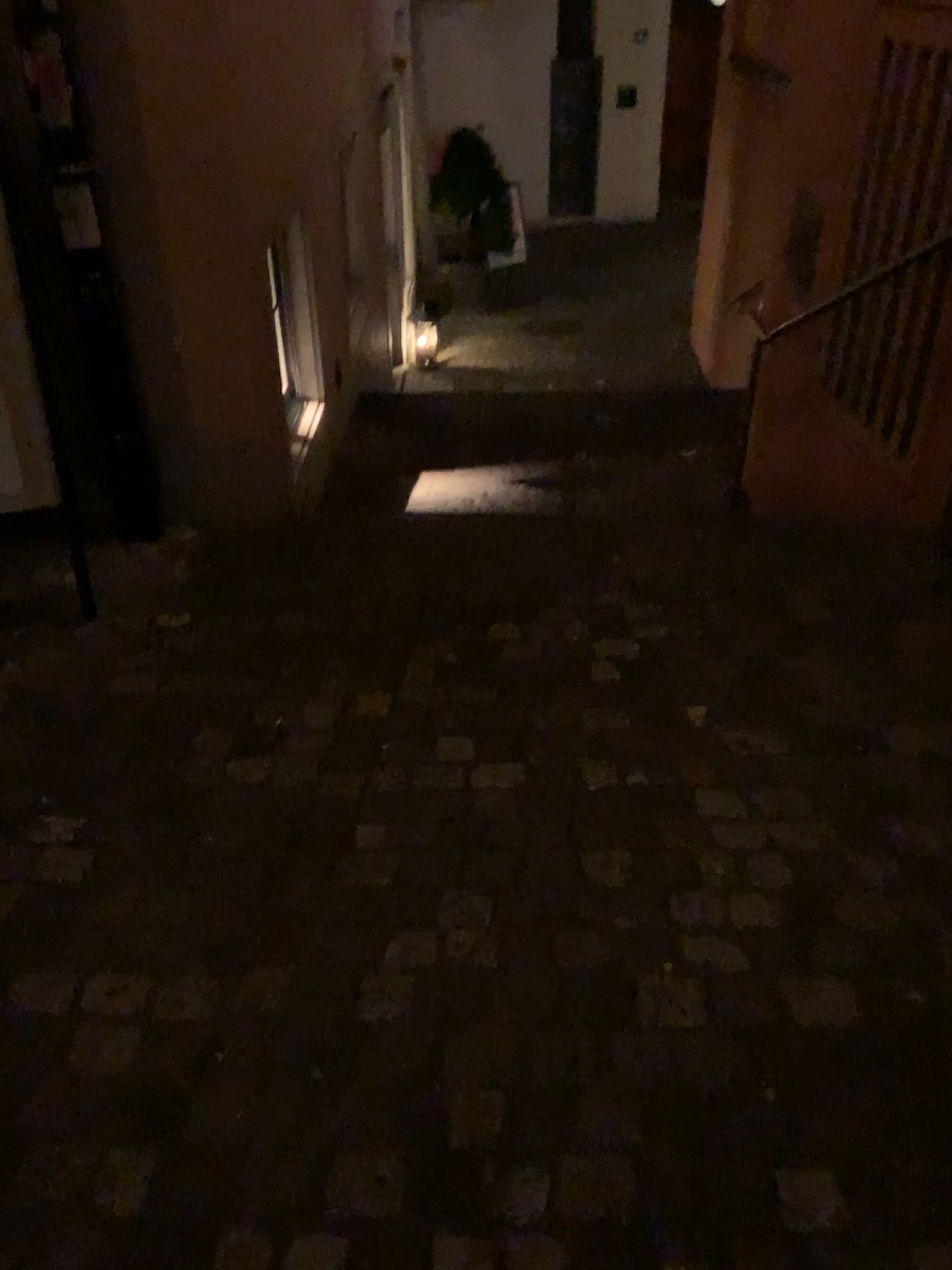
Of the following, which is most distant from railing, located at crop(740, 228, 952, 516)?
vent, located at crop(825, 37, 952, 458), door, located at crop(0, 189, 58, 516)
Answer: door, located at crop(0, 189, 58, 516)

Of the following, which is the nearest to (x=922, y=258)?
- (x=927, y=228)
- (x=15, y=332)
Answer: (x=927, y=228)

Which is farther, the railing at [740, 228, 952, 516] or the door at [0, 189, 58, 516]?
the railing at [740, 228, 952, 516]

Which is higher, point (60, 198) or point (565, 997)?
point (60, 198)

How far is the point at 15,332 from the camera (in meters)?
2.42

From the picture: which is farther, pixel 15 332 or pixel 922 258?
pixel 922 258

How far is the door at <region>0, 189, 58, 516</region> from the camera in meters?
2.4

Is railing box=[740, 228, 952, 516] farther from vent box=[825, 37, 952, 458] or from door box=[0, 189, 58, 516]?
door box=[0, 189, 58, 516]

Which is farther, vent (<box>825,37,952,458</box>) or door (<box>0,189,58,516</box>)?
vent (<box>825,37,952,458</box>)
